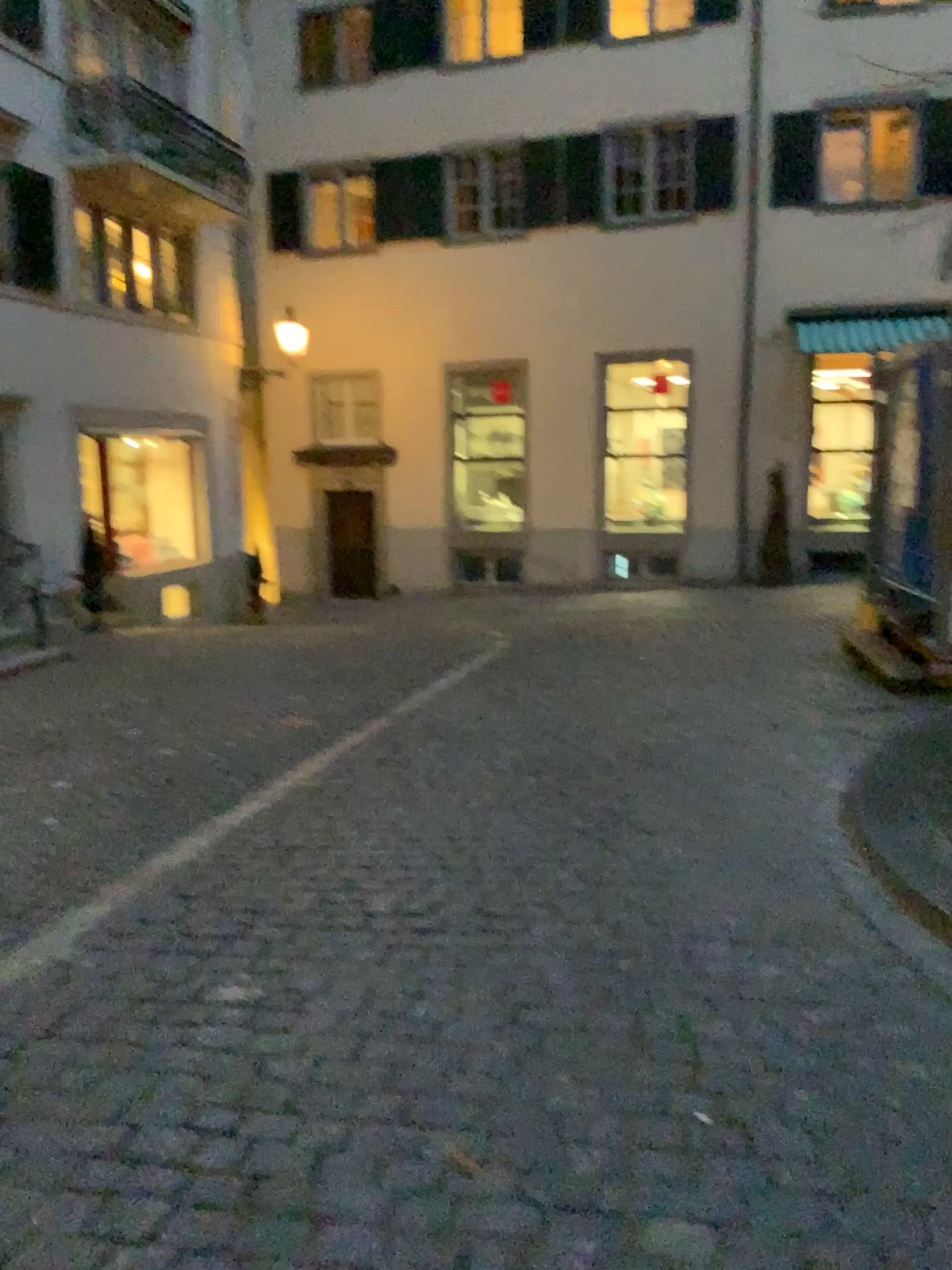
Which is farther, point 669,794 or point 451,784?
point 451,784
